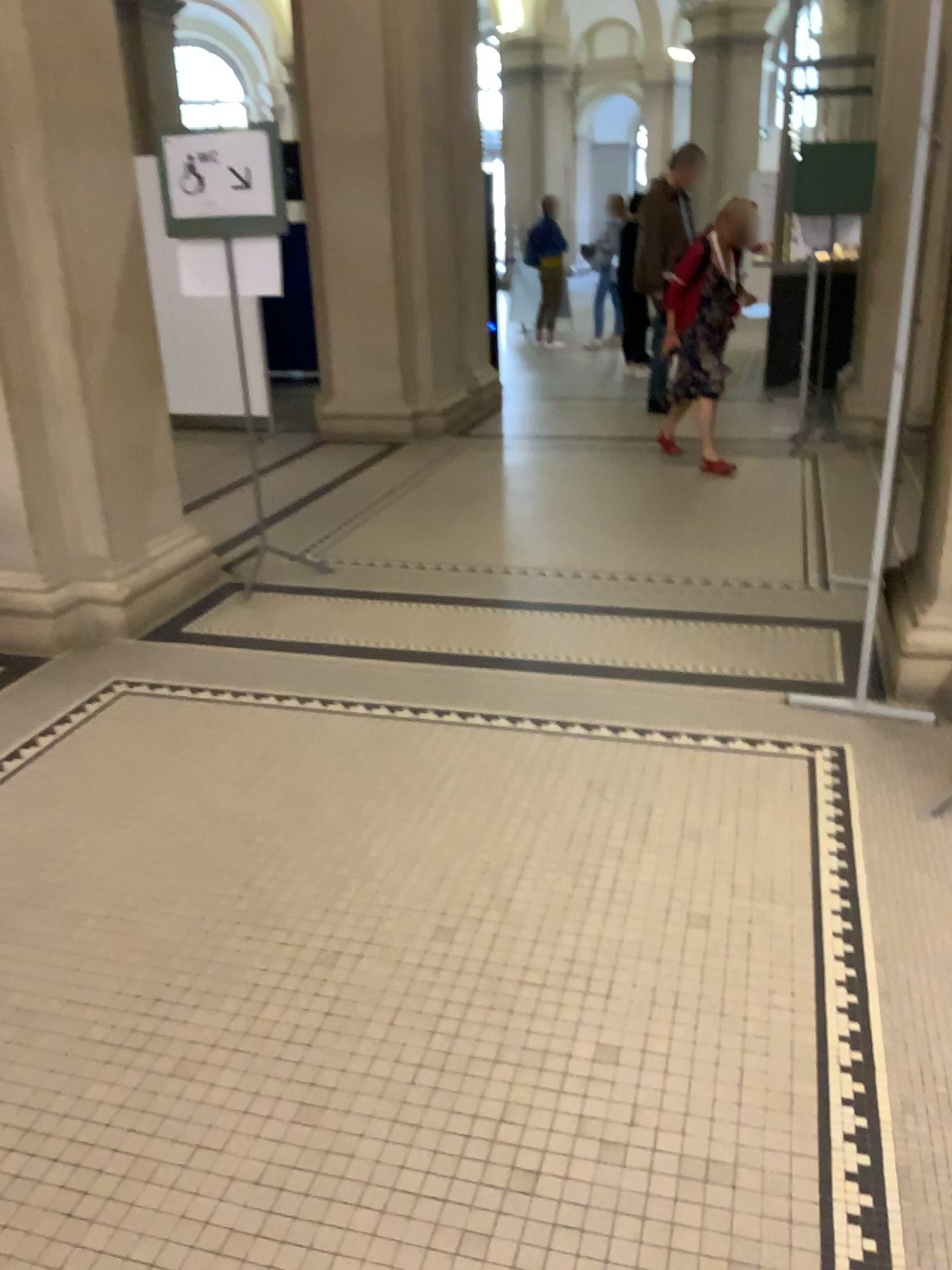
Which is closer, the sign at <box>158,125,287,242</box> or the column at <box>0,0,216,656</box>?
the column at <box>0,0,216,656</box>

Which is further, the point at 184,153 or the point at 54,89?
the point at 184,153

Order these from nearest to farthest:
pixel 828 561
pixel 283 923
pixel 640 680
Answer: pixel 283 923
pixel 640 680
pixel 828 561
